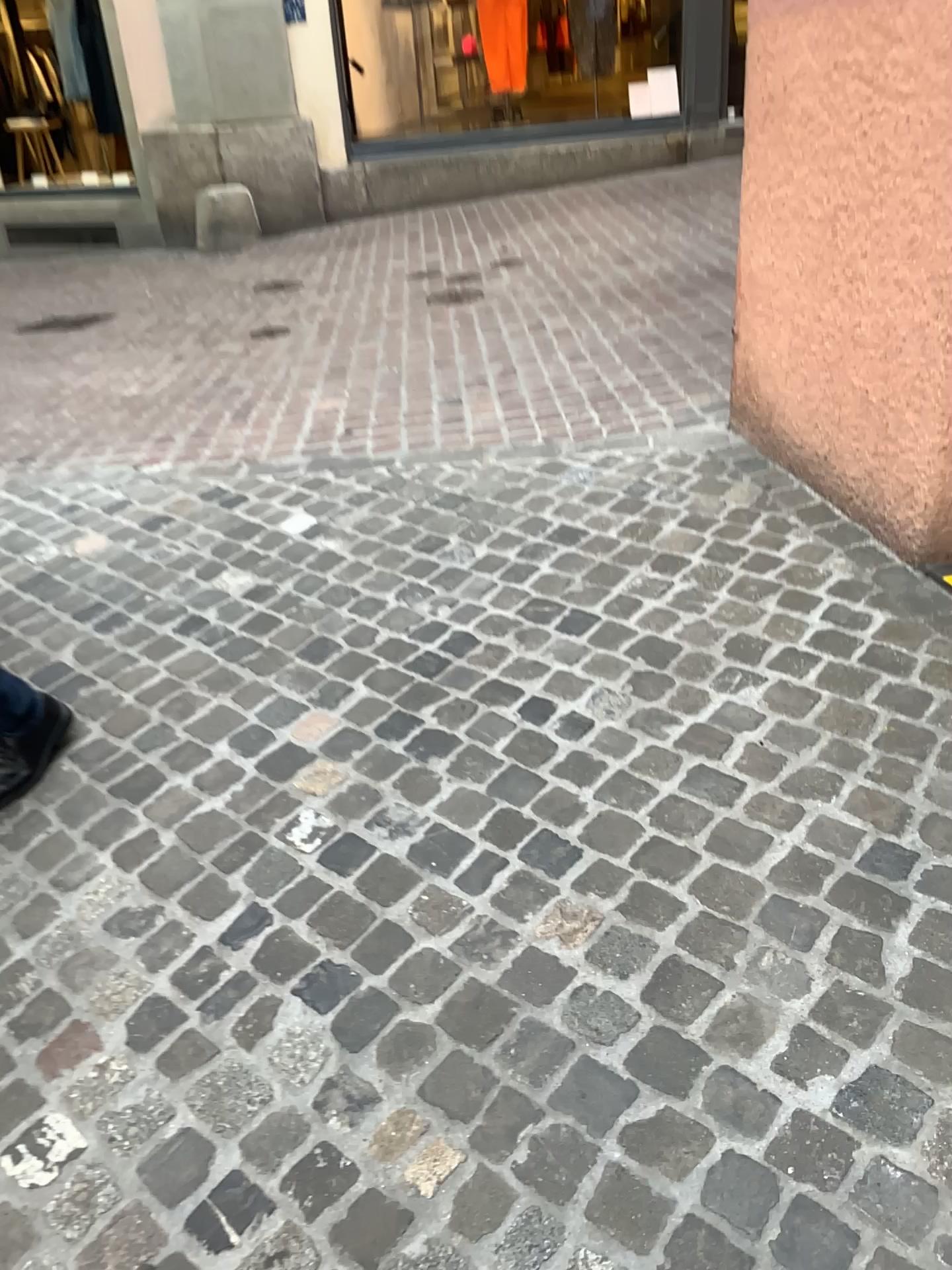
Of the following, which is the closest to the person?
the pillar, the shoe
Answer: the shoe

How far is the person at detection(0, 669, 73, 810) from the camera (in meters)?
2.18

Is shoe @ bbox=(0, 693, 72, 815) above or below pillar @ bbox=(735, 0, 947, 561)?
below

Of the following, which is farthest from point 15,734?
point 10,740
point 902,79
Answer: point 902,79

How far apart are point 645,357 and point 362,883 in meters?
2.8

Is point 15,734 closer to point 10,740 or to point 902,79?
point 10,740

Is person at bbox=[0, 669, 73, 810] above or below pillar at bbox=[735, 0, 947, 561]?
below

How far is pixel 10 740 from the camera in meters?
2.2

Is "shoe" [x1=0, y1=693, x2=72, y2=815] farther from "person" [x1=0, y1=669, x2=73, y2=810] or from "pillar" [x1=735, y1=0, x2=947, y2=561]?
"pillar" [x1=735, y1=0, x2=947, y2=561]
